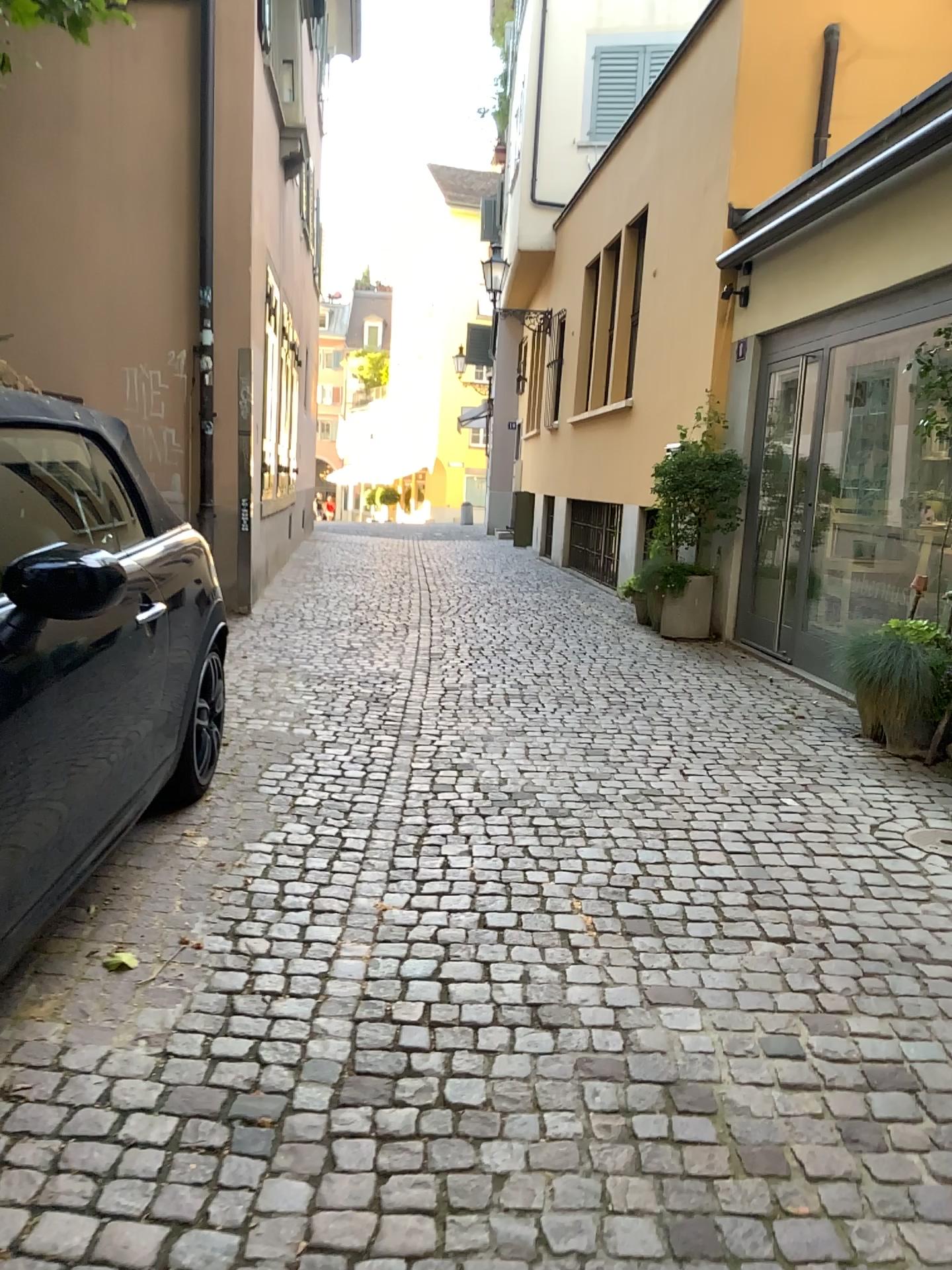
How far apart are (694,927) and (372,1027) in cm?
103
